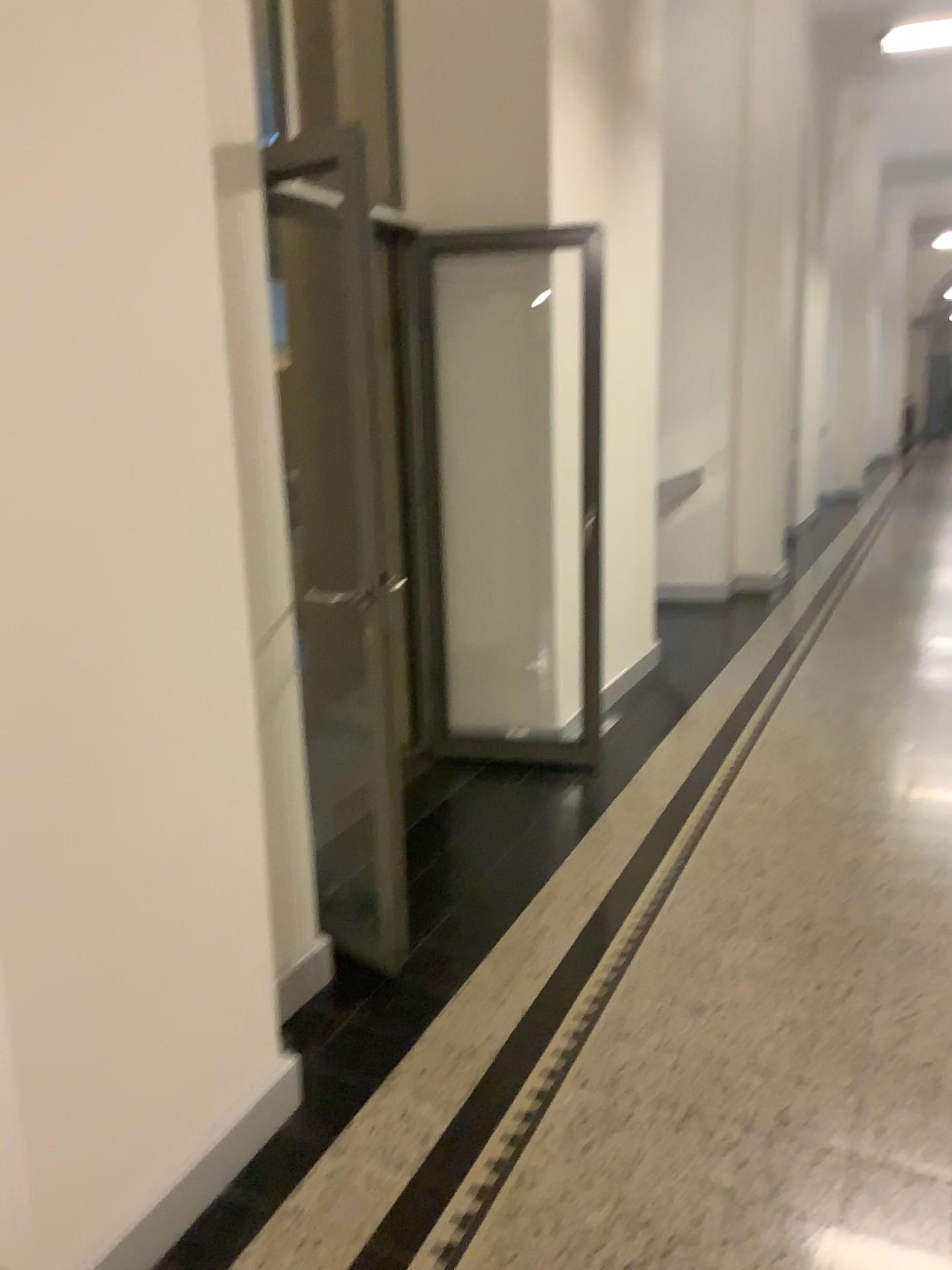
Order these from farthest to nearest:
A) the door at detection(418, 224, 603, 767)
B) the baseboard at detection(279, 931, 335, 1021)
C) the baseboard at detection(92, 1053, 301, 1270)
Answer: the door at detection(418, 224, 603, 767) < the baseboard at detection(279, 931, 335, 1021) < the baseboard at detection(92, 1053, 301, 1270)

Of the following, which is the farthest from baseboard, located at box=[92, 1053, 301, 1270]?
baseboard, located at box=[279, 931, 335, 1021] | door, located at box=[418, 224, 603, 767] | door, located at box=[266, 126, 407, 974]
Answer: door, located at box=[418, 224, 603, 767]

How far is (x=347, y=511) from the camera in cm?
259

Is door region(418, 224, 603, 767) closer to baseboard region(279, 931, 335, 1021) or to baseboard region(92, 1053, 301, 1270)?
baseboard region(279, 931, 335, 1021)

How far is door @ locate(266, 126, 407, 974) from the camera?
2.6m

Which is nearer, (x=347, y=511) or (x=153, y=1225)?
(x=153, y=1225)

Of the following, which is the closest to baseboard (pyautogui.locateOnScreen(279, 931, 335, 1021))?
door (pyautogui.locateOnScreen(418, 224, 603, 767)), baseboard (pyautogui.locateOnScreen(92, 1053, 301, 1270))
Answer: baseboard (pyautogui.locateOnScreen(92, 1053, 301, 1270))

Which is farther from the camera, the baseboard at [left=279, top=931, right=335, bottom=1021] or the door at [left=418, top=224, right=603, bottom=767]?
the door at [left=418, top=224, right=603, bottom=767]

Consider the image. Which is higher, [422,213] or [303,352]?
[422,213]

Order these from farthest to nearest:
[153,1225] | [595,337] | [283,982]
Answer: [595,337] → [283,982] → [153,1225]
